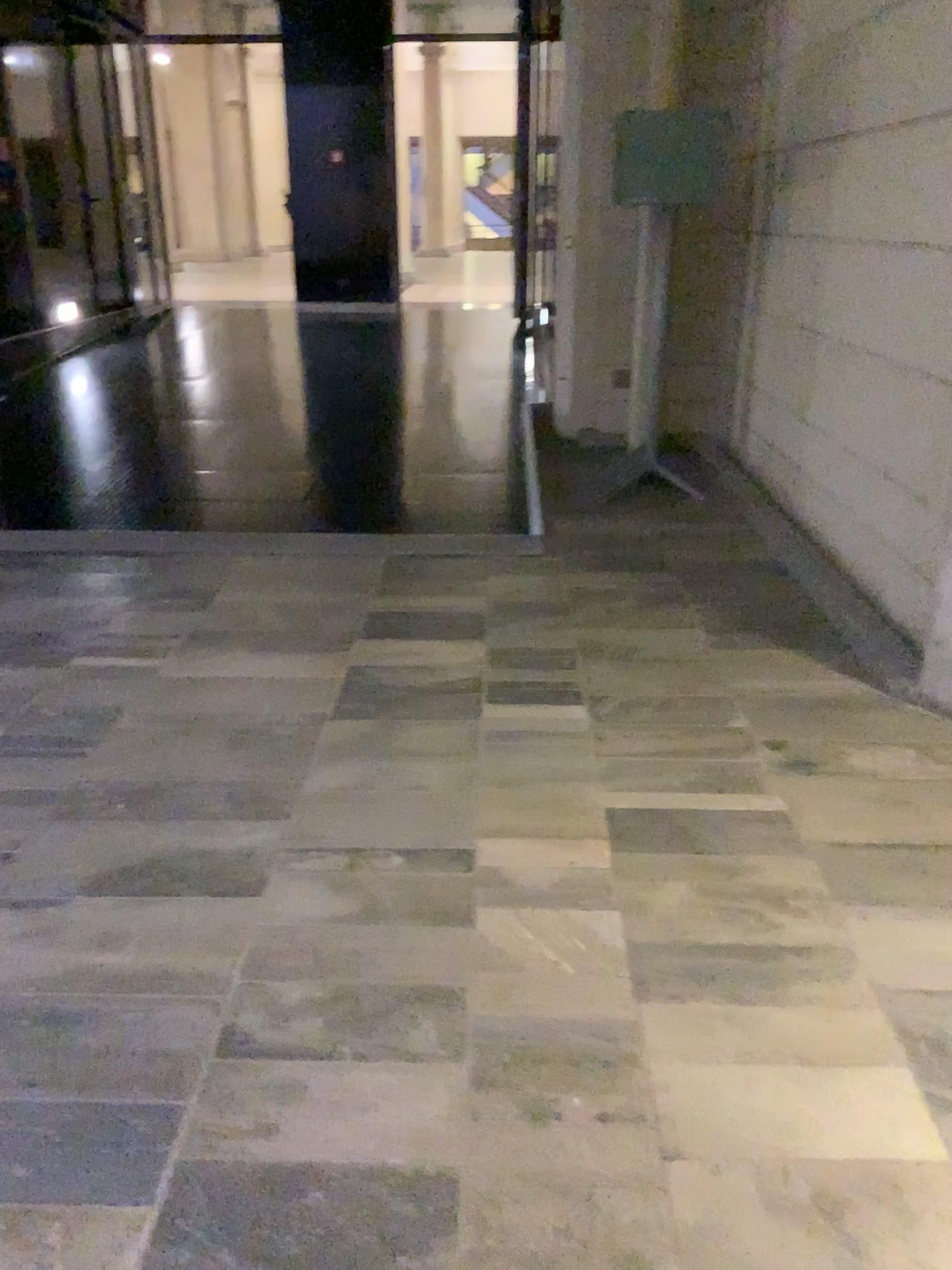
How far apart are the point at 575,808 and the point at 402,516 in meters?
2.6 m
